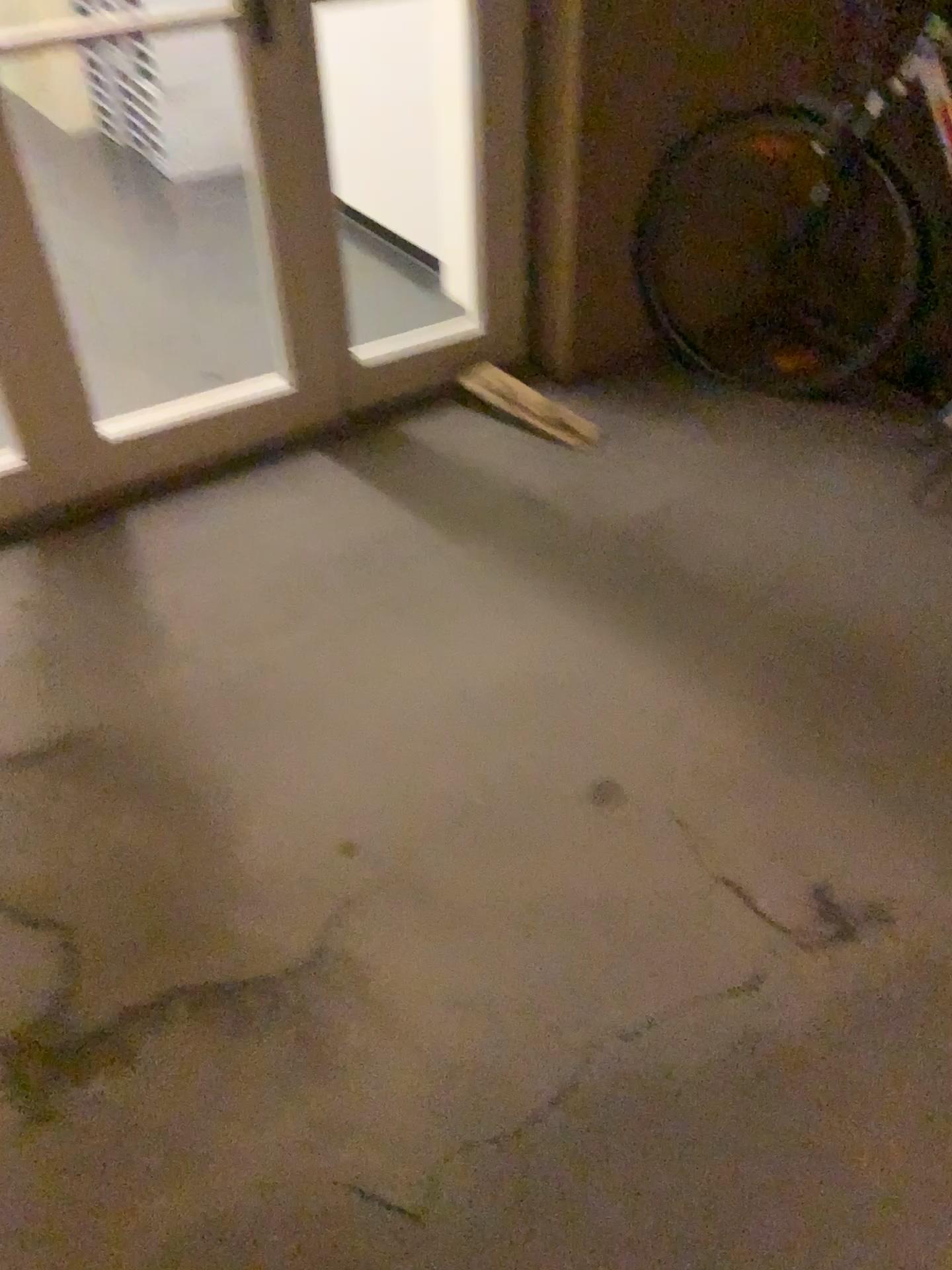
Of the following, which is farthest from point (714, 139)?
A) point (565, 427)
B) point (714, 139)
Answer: point (565, 427)

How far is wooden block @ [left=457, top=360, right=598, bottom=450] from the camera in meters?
2.4

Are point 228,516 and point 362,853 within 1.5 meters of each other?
yes

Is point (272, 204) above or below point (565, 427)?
above

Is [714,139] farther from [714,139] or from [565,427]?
[565,427]

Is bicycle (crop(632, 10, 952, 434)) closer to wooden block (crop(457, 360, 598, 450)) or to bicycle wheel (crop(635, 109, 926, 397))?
bicycle wheel (crop(635, 109, 926, 397))

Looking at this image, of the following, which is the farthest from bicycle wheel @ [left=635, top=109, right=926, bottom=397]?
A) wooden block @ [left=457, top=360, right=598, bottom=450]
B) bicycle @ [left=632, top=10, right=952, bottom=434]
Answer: wooden block @ [left=457, top=360, right=598, bottom=450]
